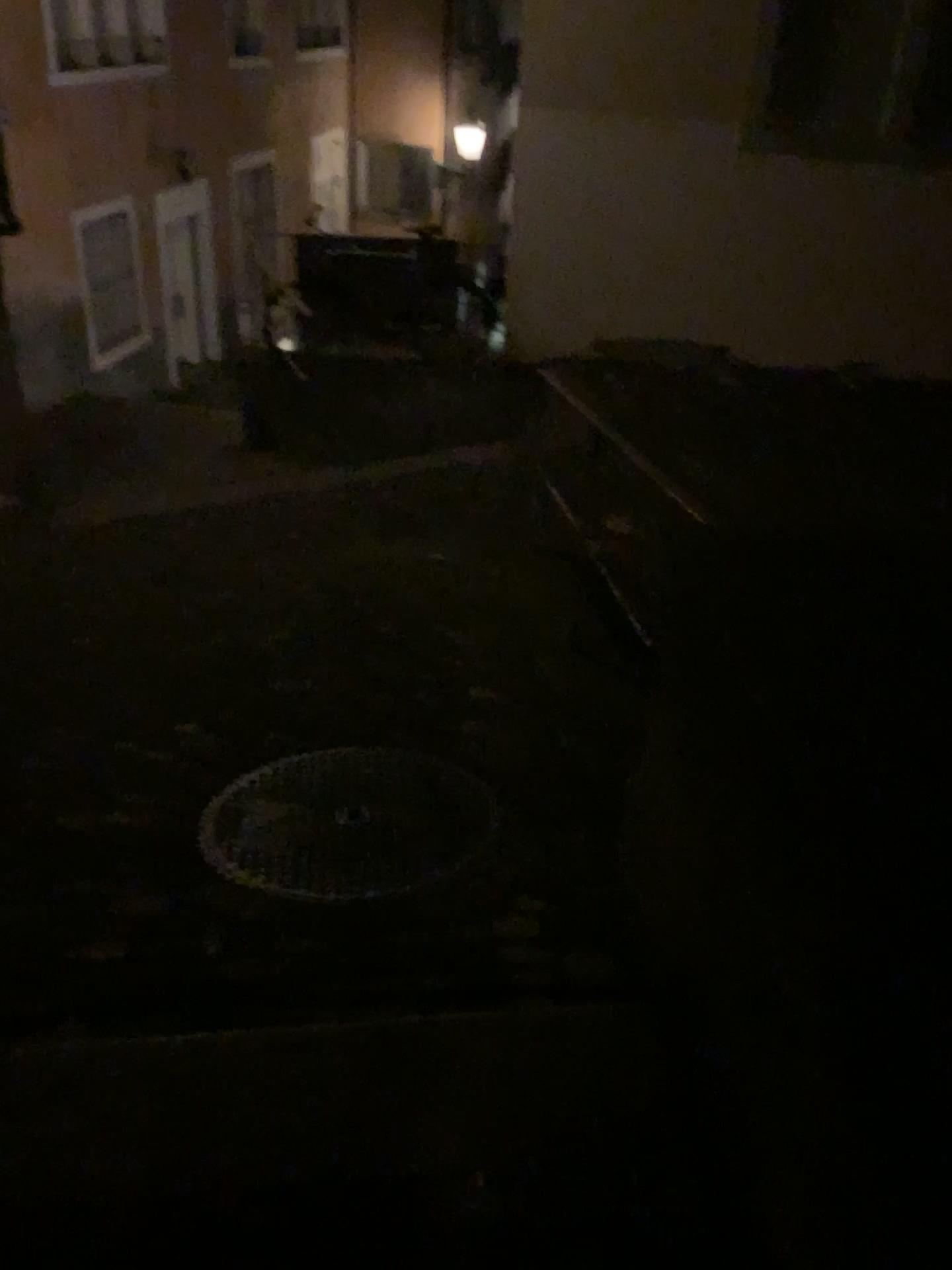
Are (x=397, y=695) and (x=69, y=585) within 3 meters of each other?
yes
